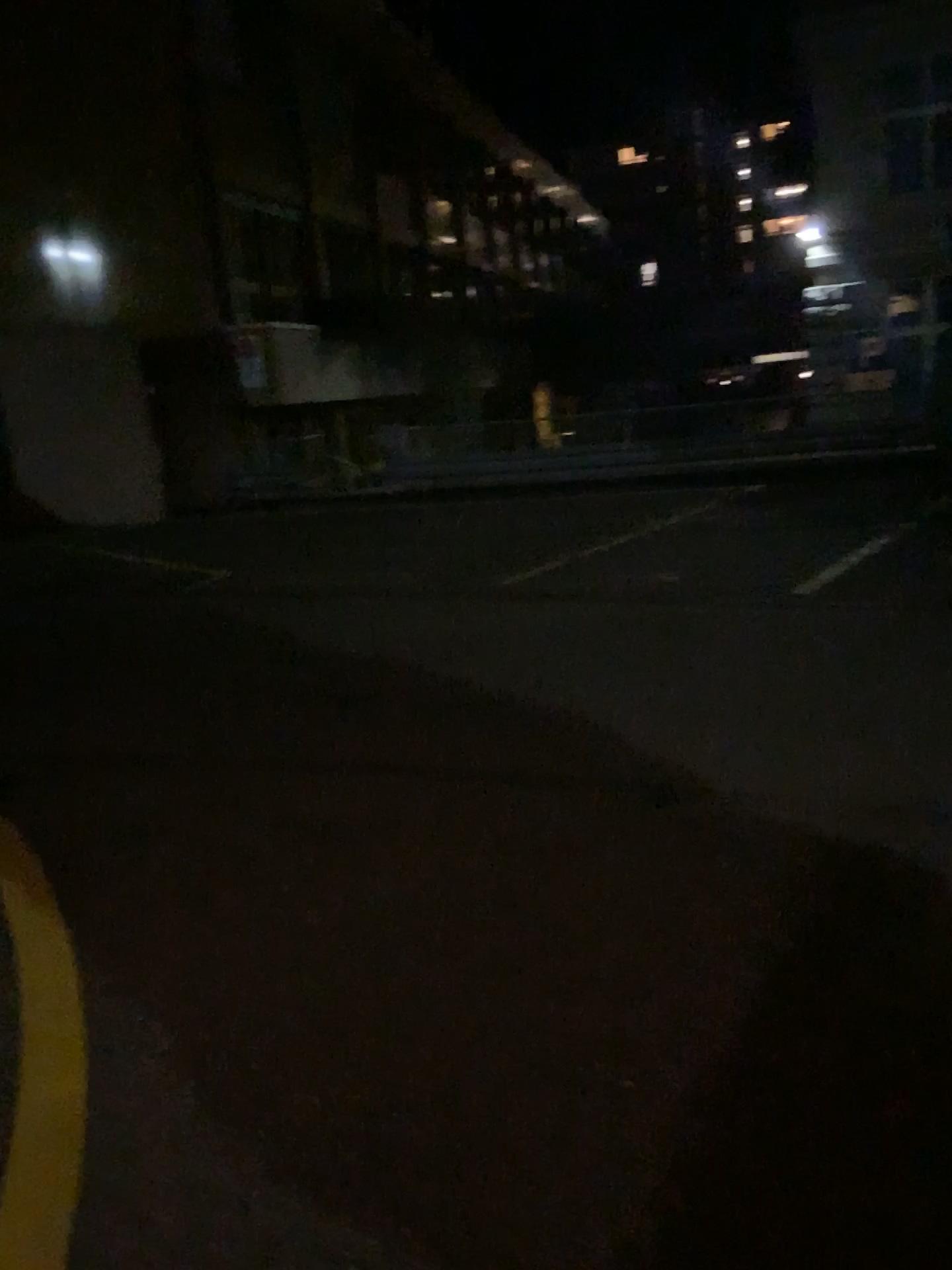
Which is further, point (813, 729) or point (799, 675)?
point (799, 675)
